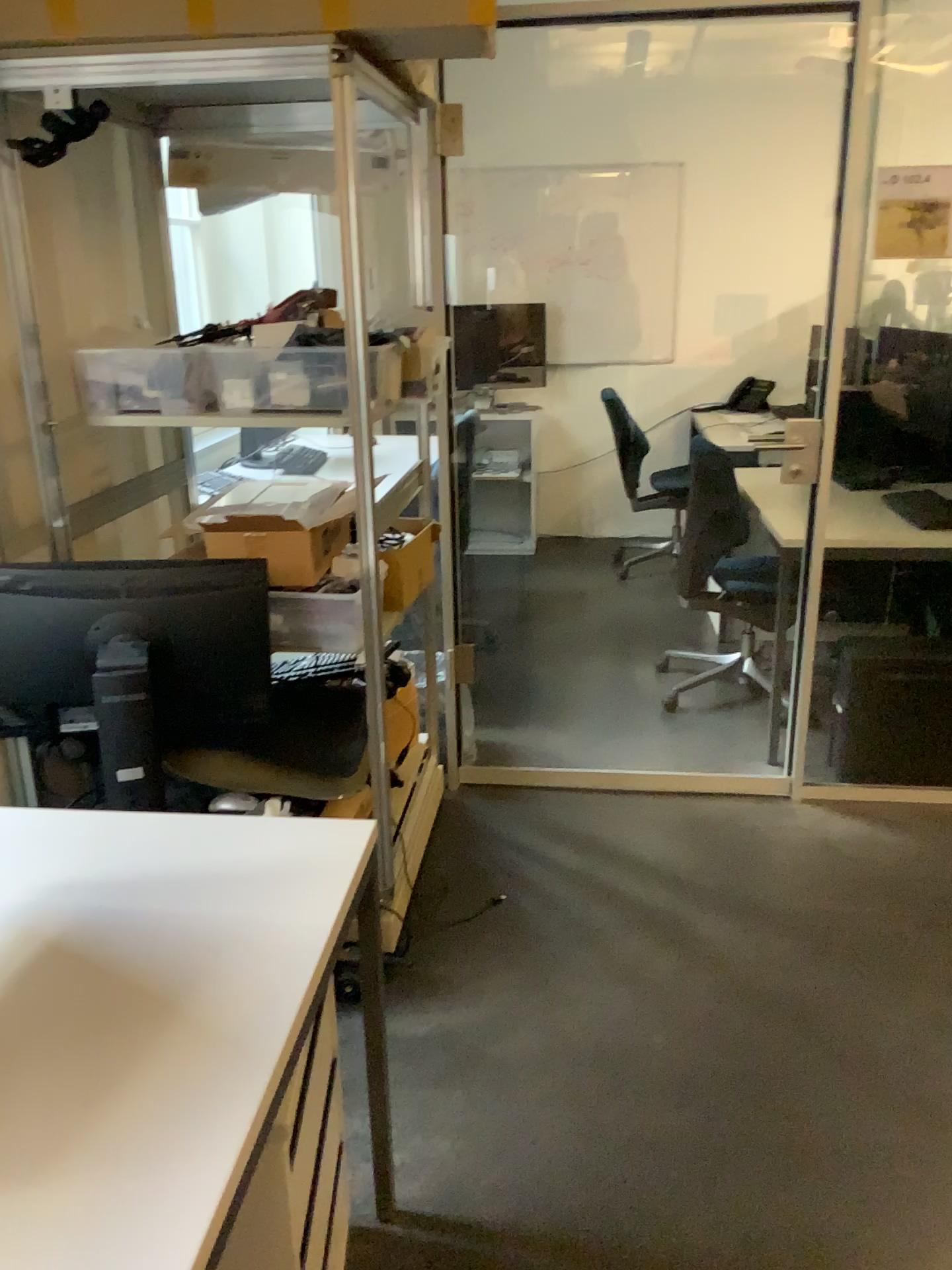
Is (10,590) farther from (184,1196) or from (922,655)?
(922,655)

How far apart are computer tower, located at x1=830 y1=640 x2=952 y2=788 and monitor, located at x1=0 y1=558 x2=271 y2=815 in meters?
1.7 m

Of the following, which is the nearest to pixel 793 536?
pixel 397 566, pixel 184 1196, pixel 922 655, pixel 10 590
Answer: pixel 922 655

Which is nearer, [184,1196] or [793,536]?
[184,1196]

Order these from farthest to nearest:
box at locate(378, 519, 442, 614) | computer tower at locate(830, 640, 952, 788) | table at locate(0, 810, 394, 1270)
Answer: computer tower at locate(830, 640, 952, 788) < box at locate(378, 519, 442, 614) < table at locate(0, 810, 394, 1270)

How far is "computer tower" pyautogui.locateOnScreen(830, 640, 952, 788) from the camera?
3.0m

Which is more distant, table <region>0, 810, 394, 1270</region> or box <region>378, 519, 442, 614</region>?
box <region>378, 519, 442, 614</region>

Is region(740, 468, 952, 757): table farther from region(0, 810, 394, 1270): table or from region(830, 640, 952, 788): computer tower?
region(0, 810, 394, 1270): table

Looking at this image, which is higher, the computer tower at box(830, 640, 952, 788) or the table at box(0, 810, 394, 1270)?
the table at box(0, 810, 394, 1270)

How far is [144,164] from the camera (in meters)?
2.65
